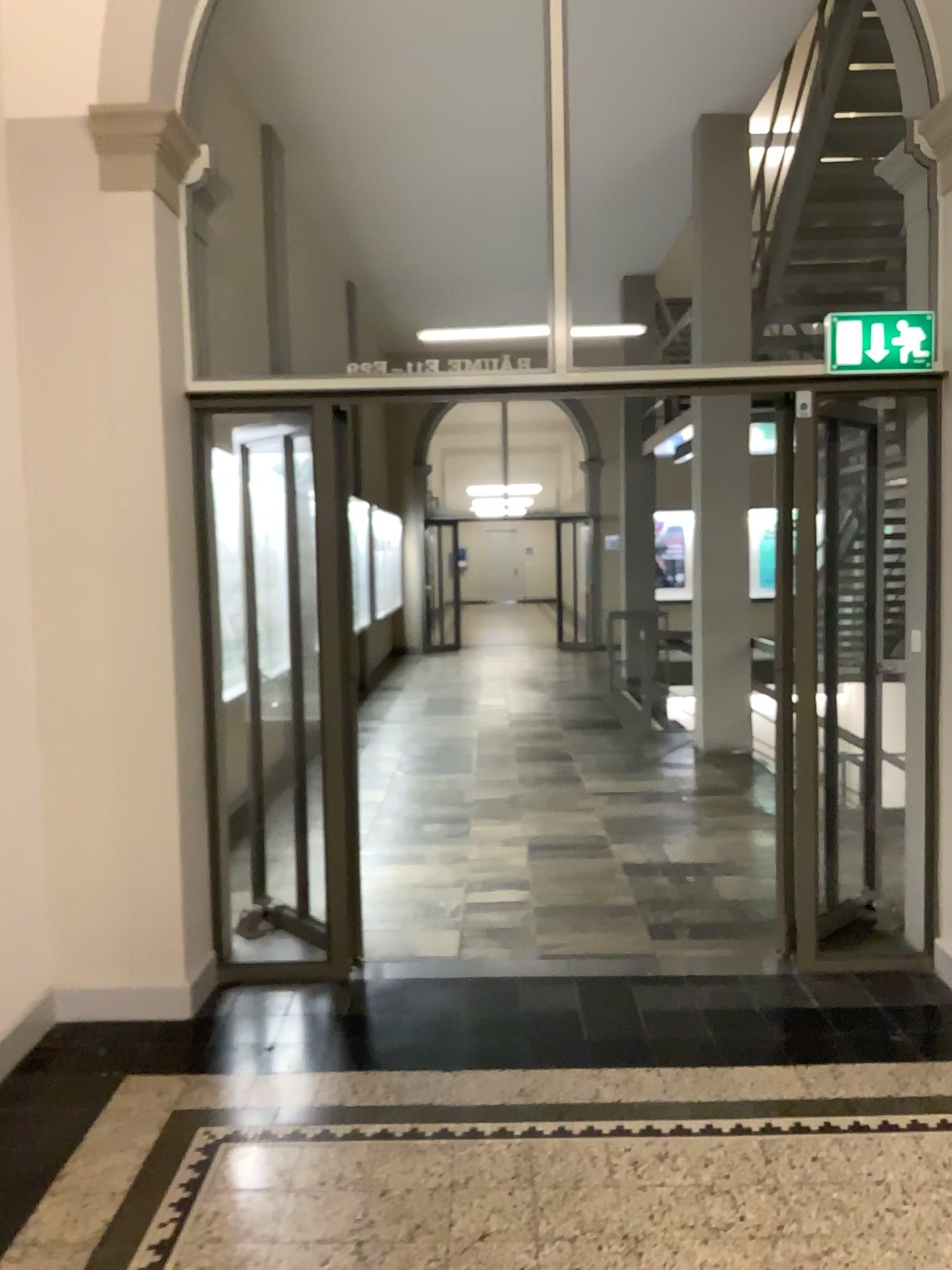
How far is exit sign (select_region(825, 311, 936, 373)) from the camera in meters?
3.7 m

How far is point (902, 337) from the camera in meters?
3.7

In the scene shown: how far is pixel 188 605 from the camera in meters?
3.8 m
